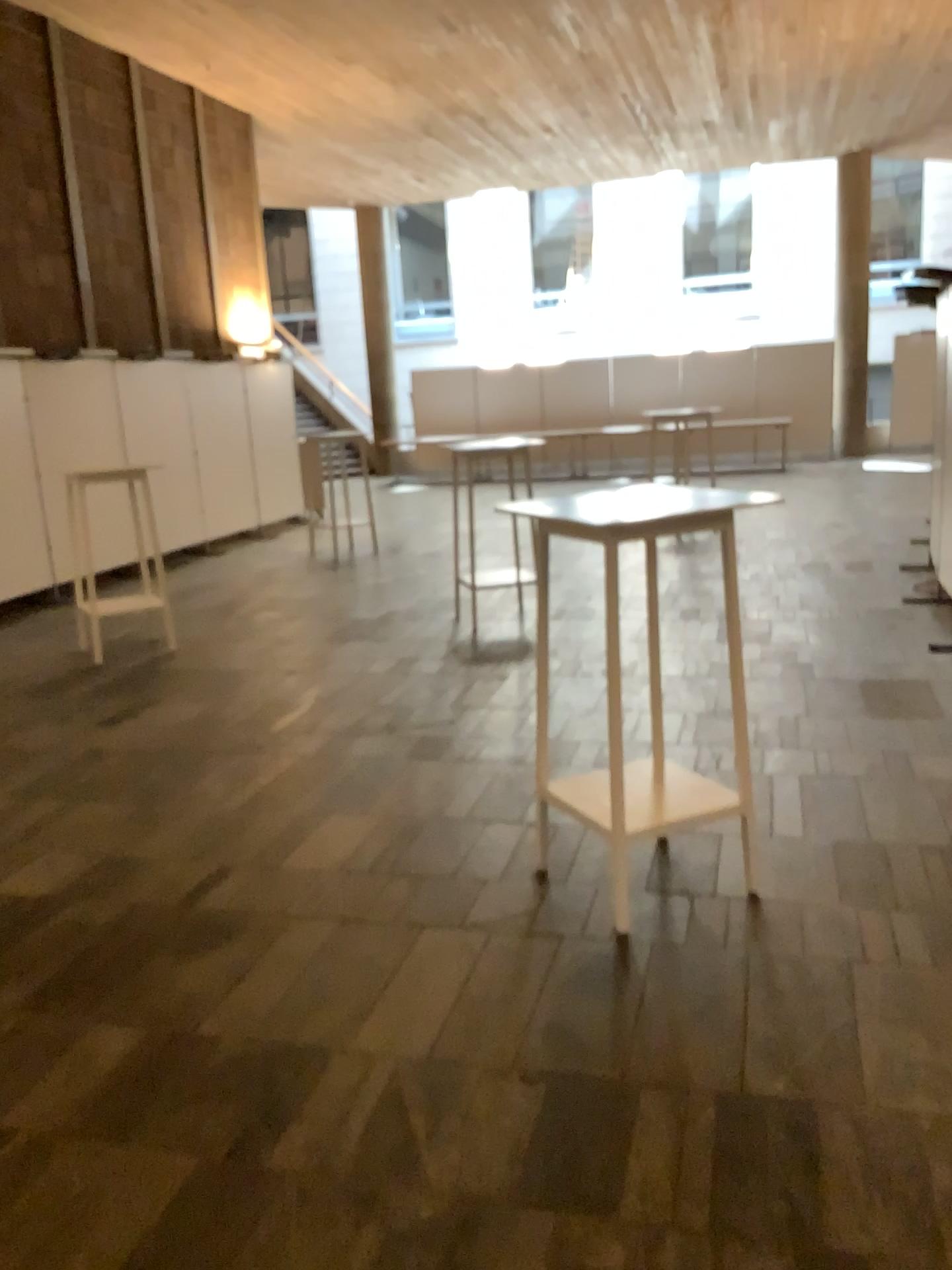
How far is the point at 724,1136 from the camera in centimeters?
217cm
